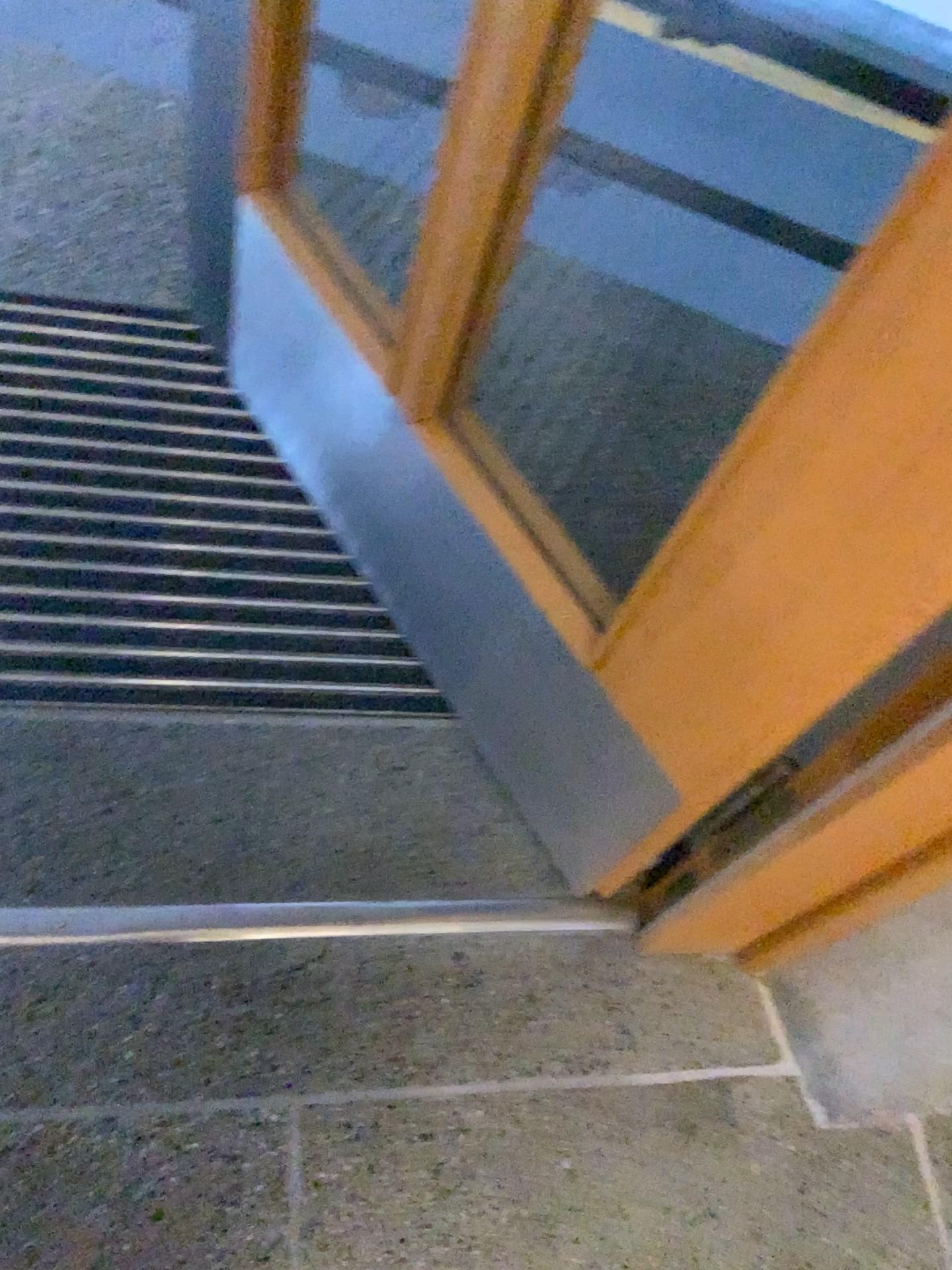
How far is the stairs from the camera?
1.25m

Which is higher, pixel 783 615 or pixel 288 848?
pixel 783 615

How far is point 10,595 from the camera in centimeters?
125cm
